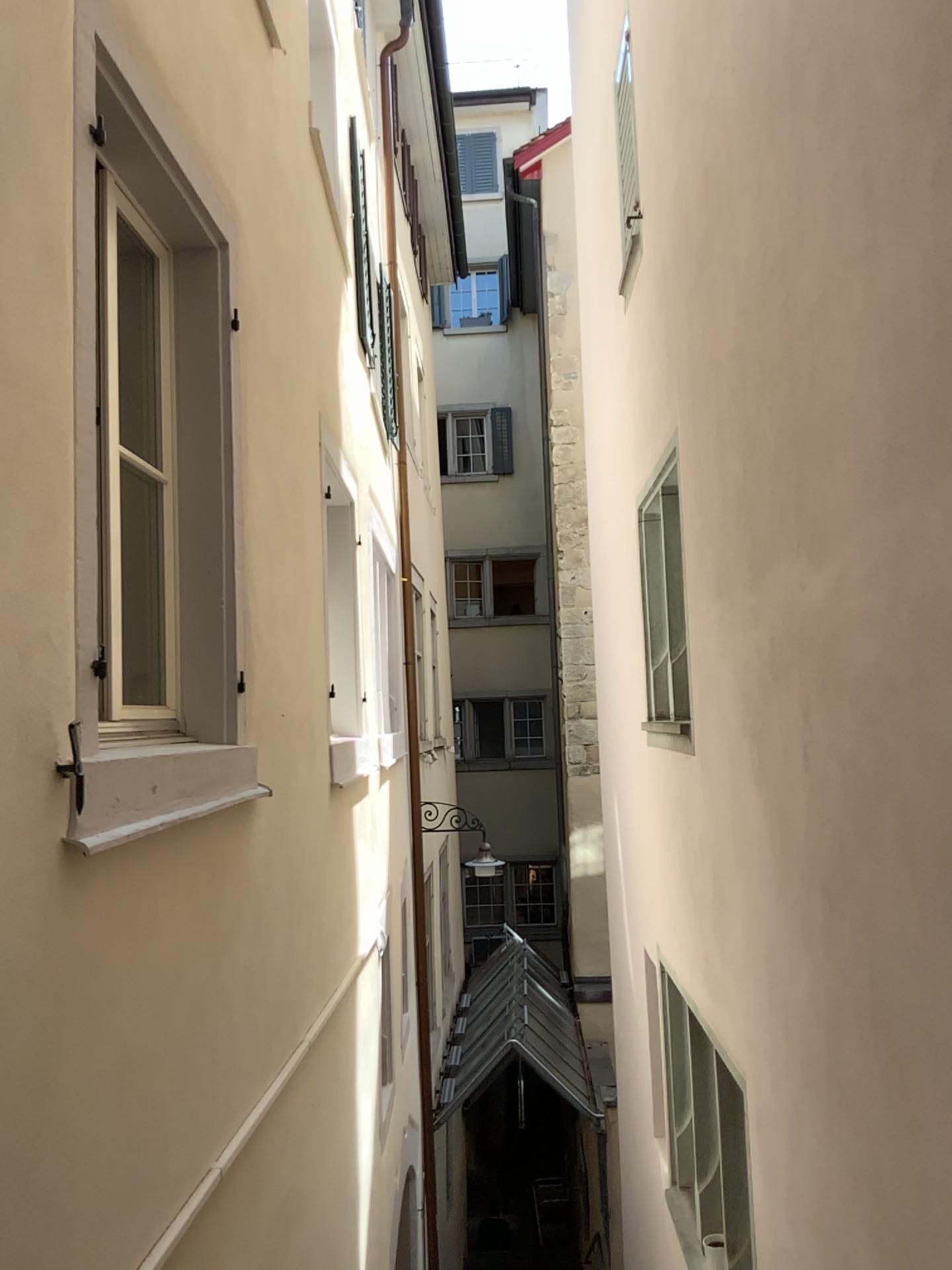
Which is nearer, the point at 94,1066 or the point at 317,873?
the point at 94,1066
